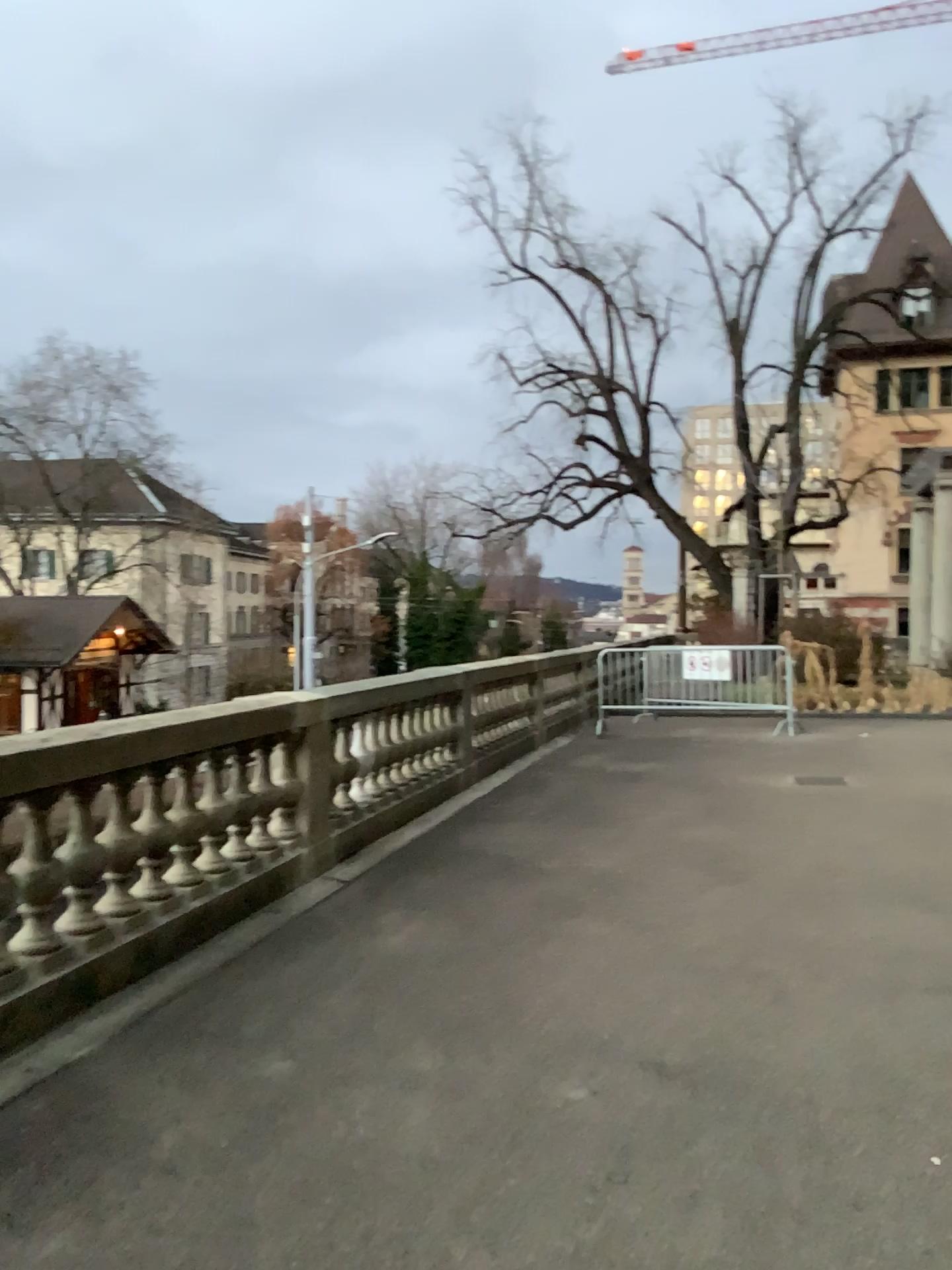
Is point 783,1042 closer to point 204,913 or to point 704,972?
point 704,972
